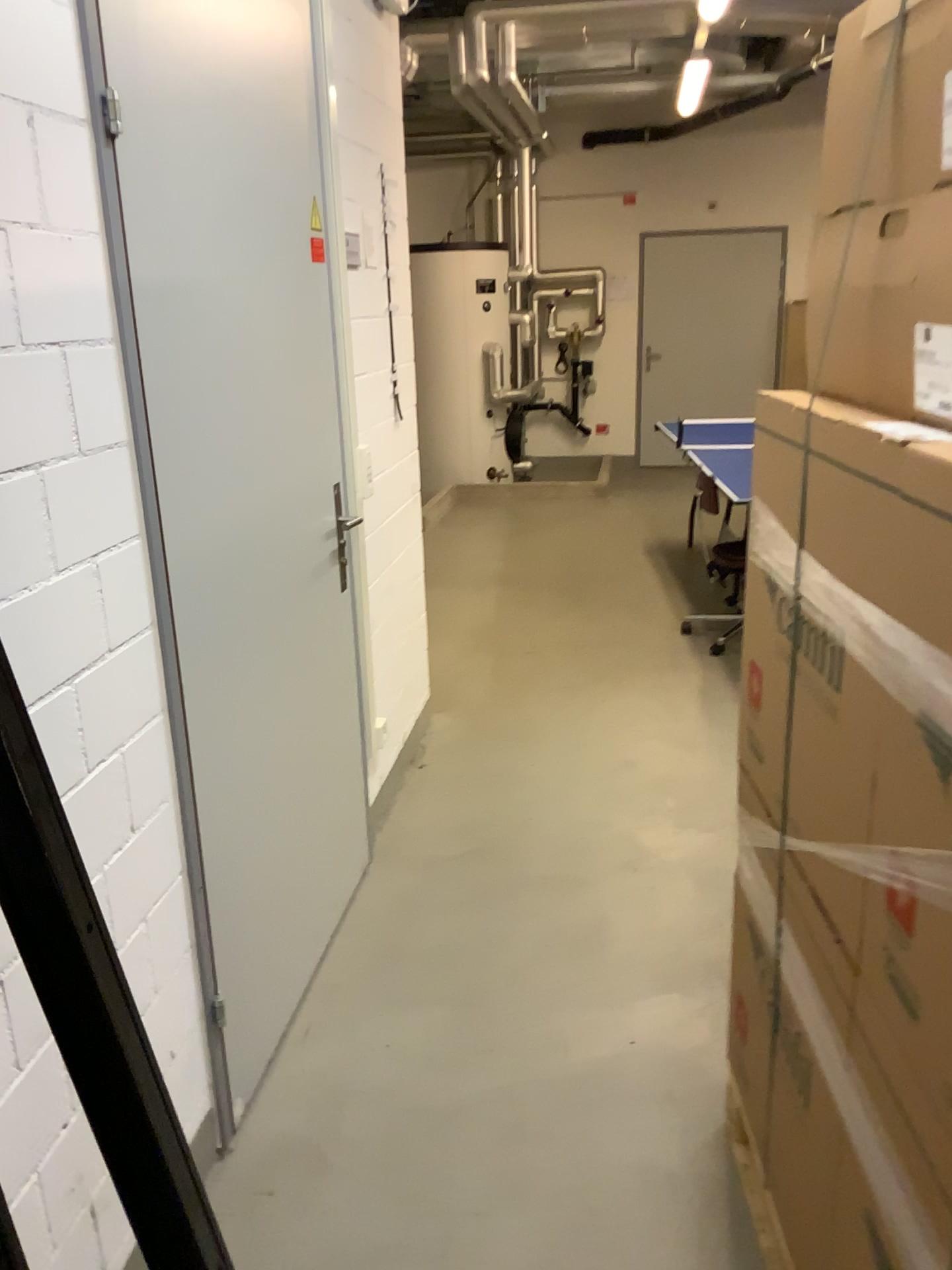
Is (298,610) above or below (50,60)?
below

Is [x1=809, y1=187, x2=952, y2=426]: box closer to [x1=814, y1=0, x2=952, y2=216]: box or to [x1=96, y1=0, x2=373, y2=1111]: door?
[x1=814, y1=0, x2=952, y2=216]: box

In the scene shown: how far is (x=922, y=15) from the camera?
1.18m

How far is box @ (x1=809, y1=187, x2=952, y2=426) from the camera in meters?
1.2

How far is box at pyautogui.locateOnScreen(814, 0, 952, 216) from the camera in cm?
118

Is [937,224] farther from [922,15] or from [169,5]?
[169,5]

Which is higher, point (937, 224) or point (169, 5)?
point (169, 5)

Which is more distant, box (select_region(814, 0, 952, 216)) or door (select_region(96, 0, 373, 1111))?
door (select_region(96, 0, 373, 1111))

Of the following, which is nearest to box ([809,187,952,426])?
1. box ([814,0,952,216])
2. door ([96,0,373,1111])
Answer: box ([814,0,952,216])
